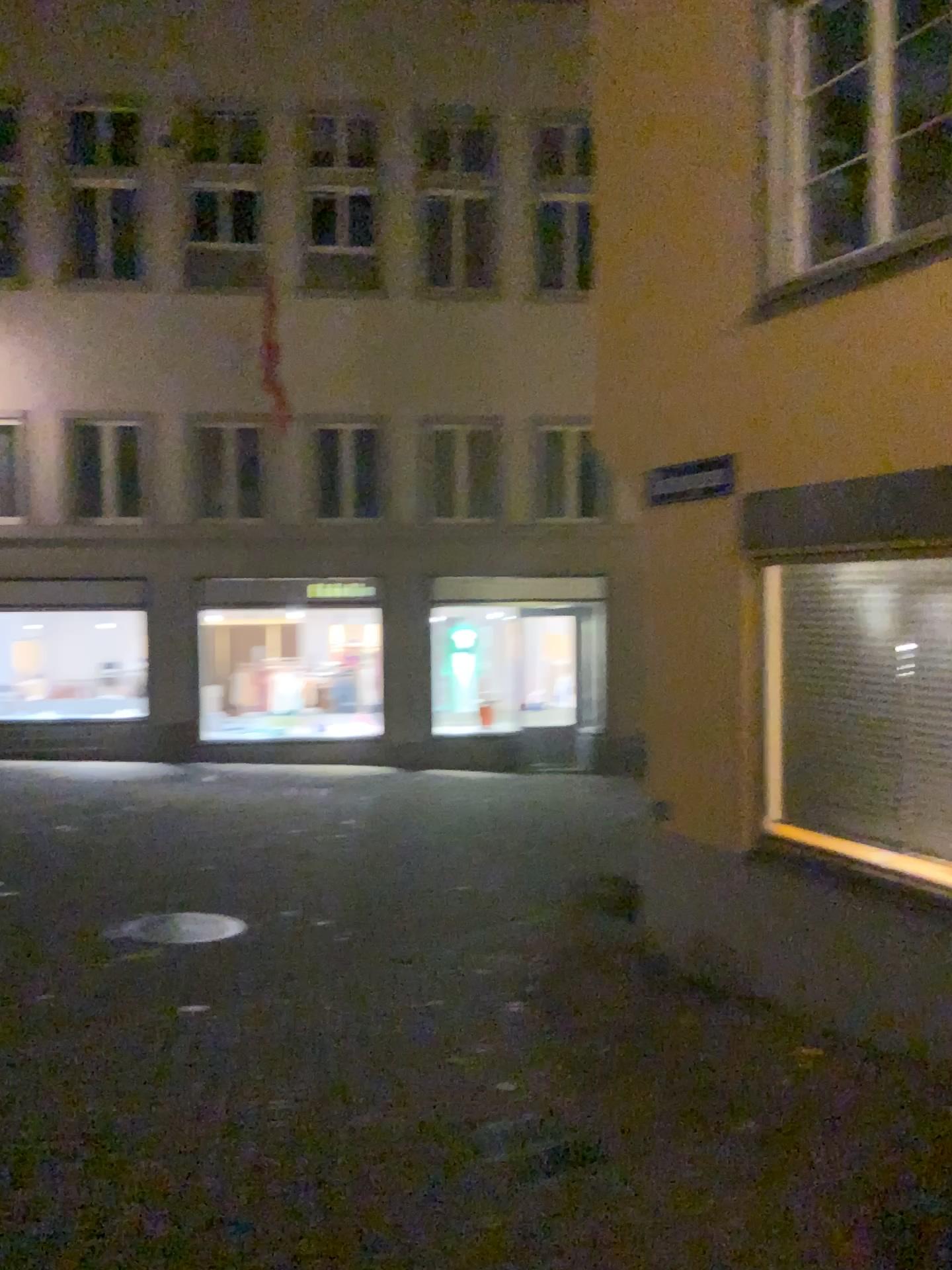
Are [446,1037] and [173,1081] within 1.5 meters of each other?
yes
